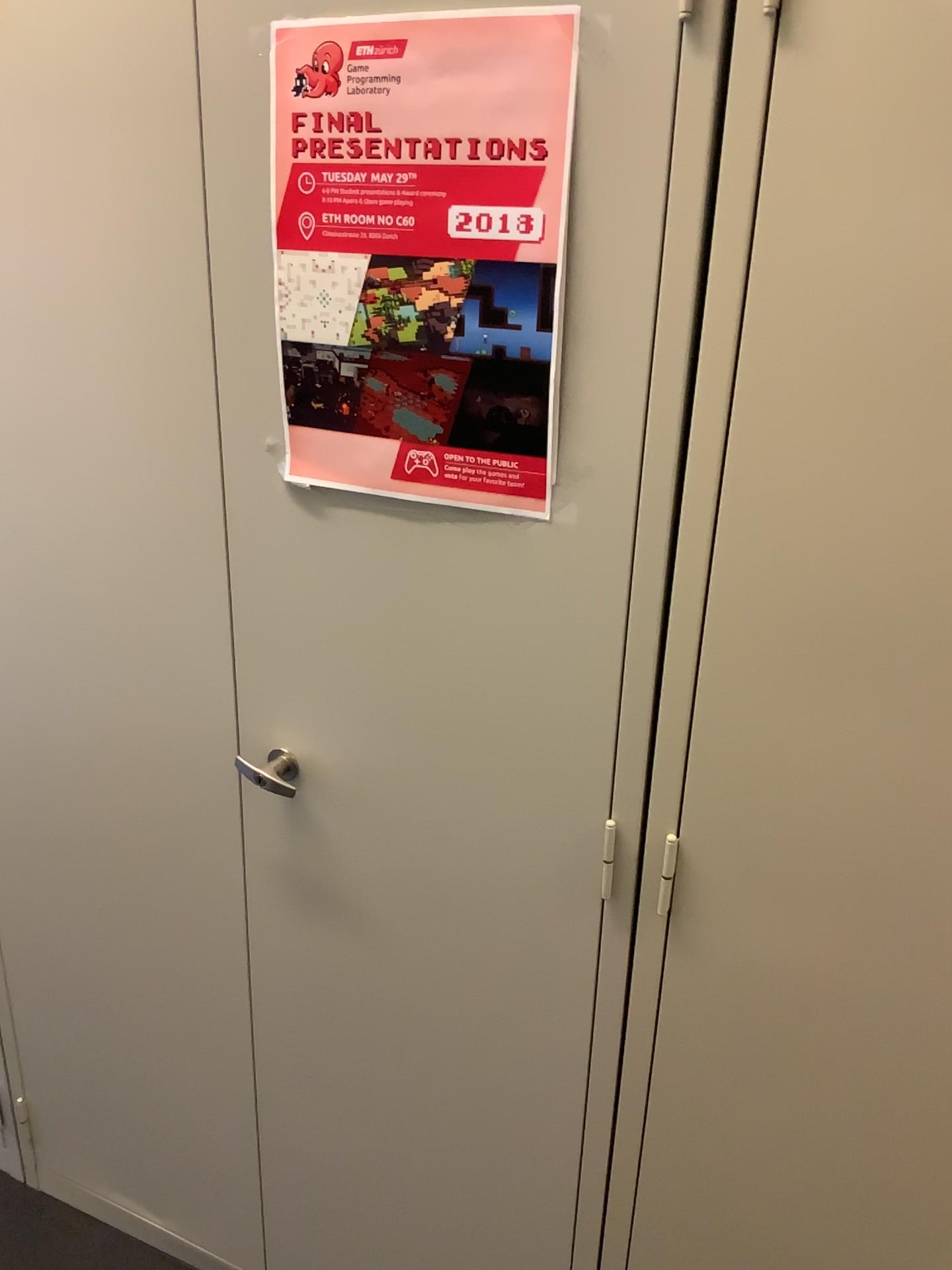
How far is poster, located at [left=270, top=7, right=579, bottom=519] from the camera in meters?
0.9

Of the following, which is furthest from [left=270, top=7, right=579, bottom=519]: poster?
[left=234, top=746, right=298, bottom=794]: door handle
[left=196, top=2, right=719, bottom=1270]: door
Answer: [left=234, top=746, right=298, bottom=794]: door handle

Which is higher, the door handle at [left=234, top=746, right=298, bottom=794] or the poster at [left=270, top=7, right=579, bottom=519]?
the poster at [left=270, top=7, right=579, bottom=519]

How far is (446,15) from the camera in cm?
90

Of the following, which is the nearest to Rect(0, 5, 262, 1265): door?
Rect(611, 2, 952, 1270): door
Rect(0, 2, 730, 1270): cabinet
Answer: Rect(0, 2, 730, 1270): cabinet

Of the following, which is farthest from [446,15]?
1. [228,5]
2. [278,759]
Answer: [278,759]

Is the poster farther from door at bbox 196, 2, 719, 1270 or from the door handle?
the door handle

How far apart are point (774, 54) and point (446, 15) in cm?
28

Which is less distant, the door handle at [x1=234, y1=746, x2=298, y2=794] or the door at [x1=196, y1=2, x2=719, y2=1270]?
the door at [x1=196, y1=2, x2=719, y2=1270]

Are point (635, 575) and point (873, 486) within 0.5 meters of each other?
yes
